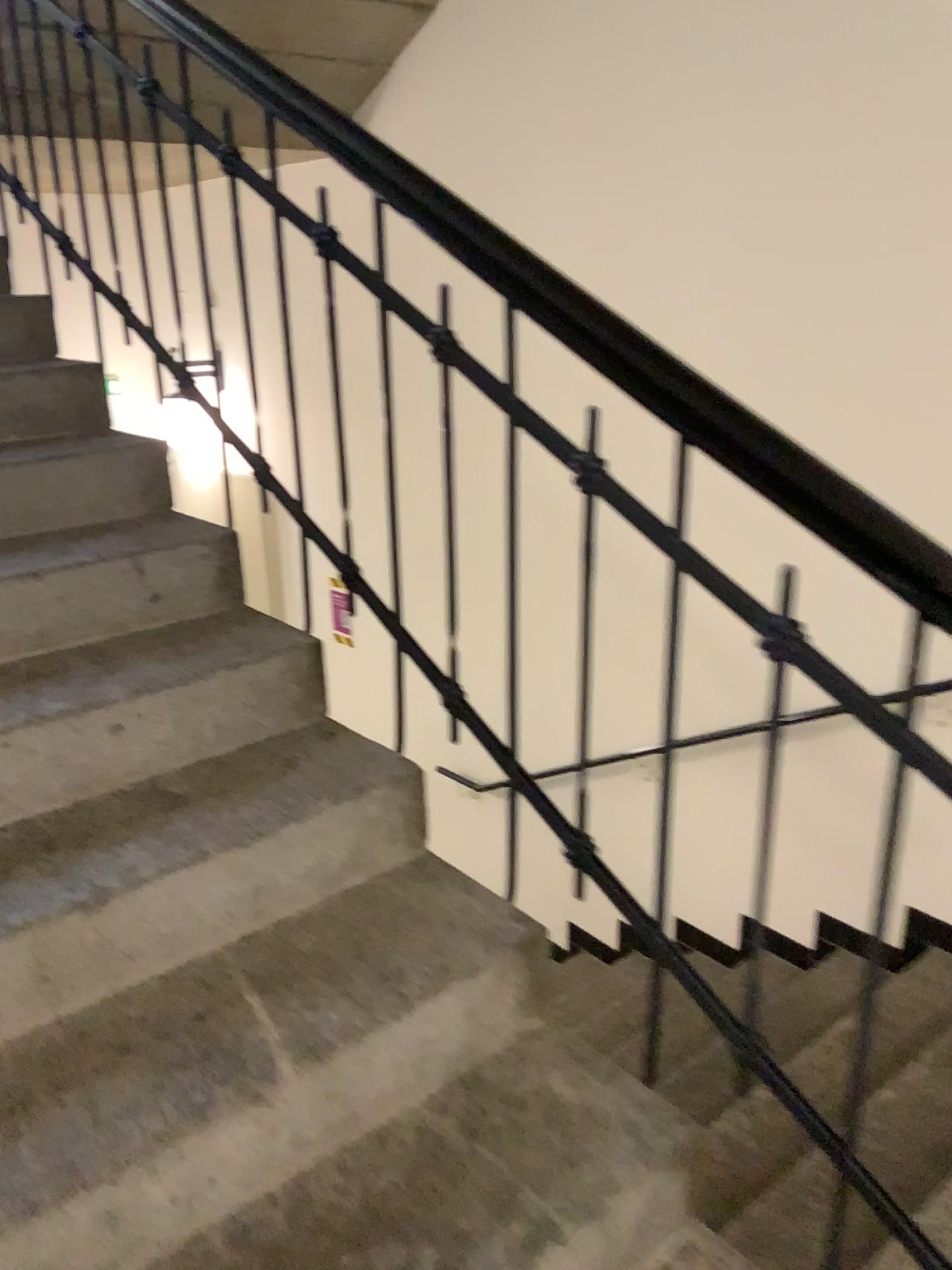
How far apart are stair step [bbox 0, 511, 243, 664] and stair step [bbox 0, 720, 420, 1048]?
0.3 meters

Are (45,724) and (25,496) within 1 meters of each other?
yes

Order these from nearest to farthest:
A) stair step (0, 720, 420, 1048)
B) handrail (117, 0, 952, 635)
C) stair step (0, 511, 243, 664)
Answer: handrail (117, 0, 952, 635) → stair step (0, 720, 420, 1048) → stair step (0, 511, 243, 664)

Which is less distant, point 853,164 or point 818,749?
point 853,164

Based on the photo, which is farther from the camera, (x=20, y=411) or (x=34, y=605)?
(x=20, y=411)

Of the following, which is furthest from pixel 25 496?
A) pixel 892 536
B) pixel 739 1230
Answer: pixel 739 1230

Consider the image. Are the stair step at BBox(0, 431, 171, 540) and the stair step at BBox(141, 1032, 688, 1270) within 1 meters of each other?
no

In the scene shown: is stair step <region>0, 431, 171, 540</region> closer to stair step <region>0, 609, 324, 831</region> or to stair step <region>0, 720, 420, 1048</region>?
stair step <region>0, 609, 324, 831</region>

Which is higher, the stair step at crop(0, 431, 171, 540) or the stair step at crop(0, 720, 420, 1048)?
the stair step at crop(0, 431, 171, 540)

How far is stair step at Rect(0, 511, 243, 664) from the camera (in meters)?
1.88
